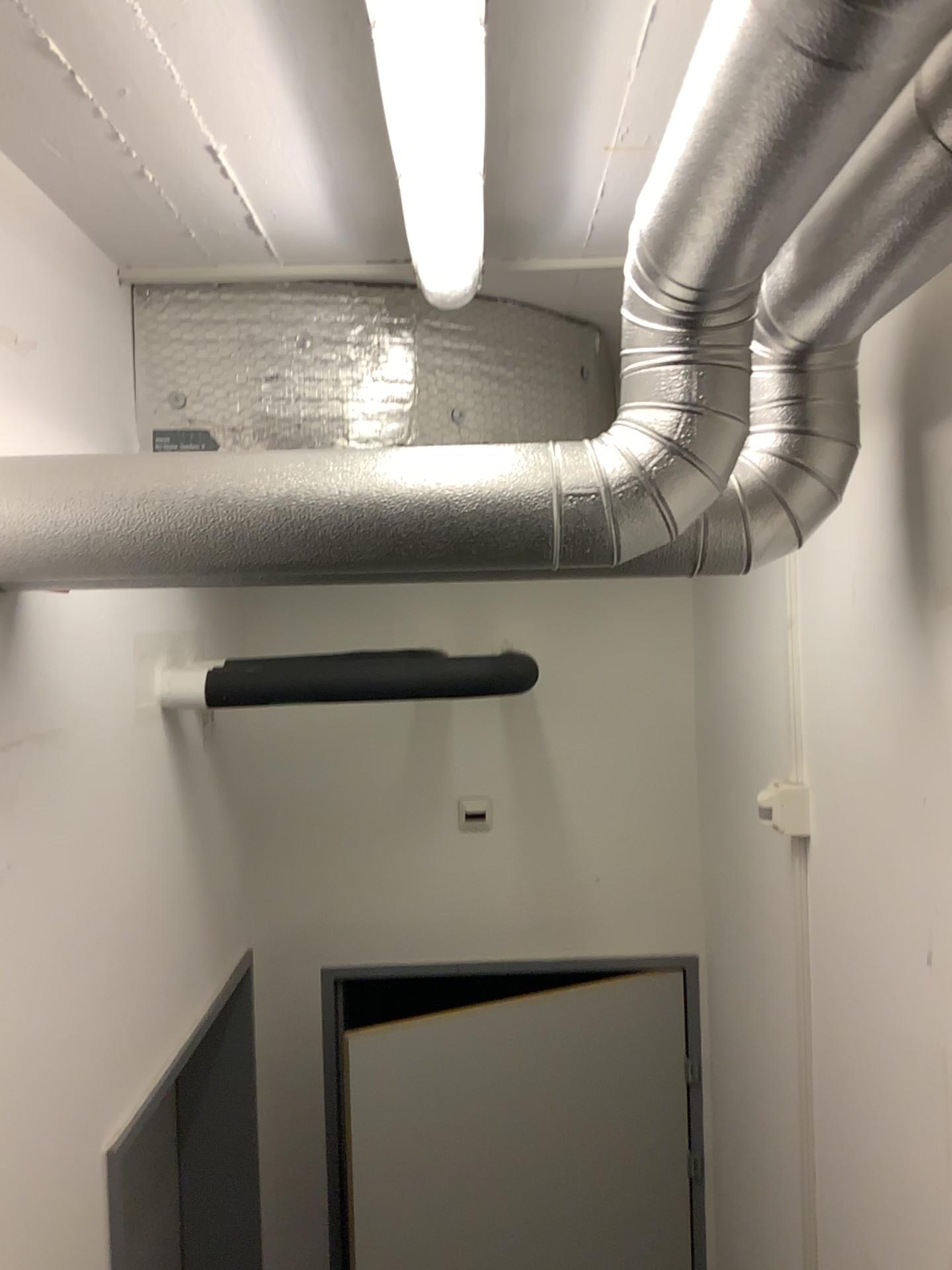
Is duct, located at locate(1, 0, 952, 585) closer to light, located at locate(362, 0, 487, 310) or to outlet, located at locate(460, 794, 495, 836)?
light, located at locate(362, 0, 487, 310)

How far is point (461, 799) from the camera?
2.78m

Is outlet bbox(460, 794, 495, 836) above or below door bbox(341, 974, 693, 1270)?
above

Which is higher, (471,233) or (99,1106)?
(471,233)

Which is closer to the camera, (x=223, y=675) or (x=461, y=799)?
(x=223, y=675)

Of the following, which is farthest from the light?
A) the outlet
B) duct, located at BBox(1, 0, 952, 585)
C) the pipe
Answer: the outlet

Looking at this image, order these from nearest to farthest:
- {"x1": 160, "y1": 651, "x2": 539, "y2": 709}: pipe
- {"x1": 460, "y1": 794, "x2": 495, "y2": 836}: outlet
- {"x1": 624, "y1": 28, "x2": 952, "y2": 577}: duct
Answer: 1. {"x1": 624, "y1": 28, "x2": 952, "y2": 577}: duct
2. {"x1": 160, "y1": 651, "x2": 539, "y2": 709}: pipe
3. {"x1": 460, "y1": 794, "x2": 495, "y2": 836}: outlet

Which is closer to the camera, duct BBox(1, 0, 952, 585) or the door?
duct BBox(1, 0, 952, 585)

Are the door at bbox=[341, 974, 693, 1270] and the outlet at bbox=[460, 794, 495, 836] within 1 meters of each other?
yes

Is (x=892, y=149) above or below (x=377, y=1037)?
above
